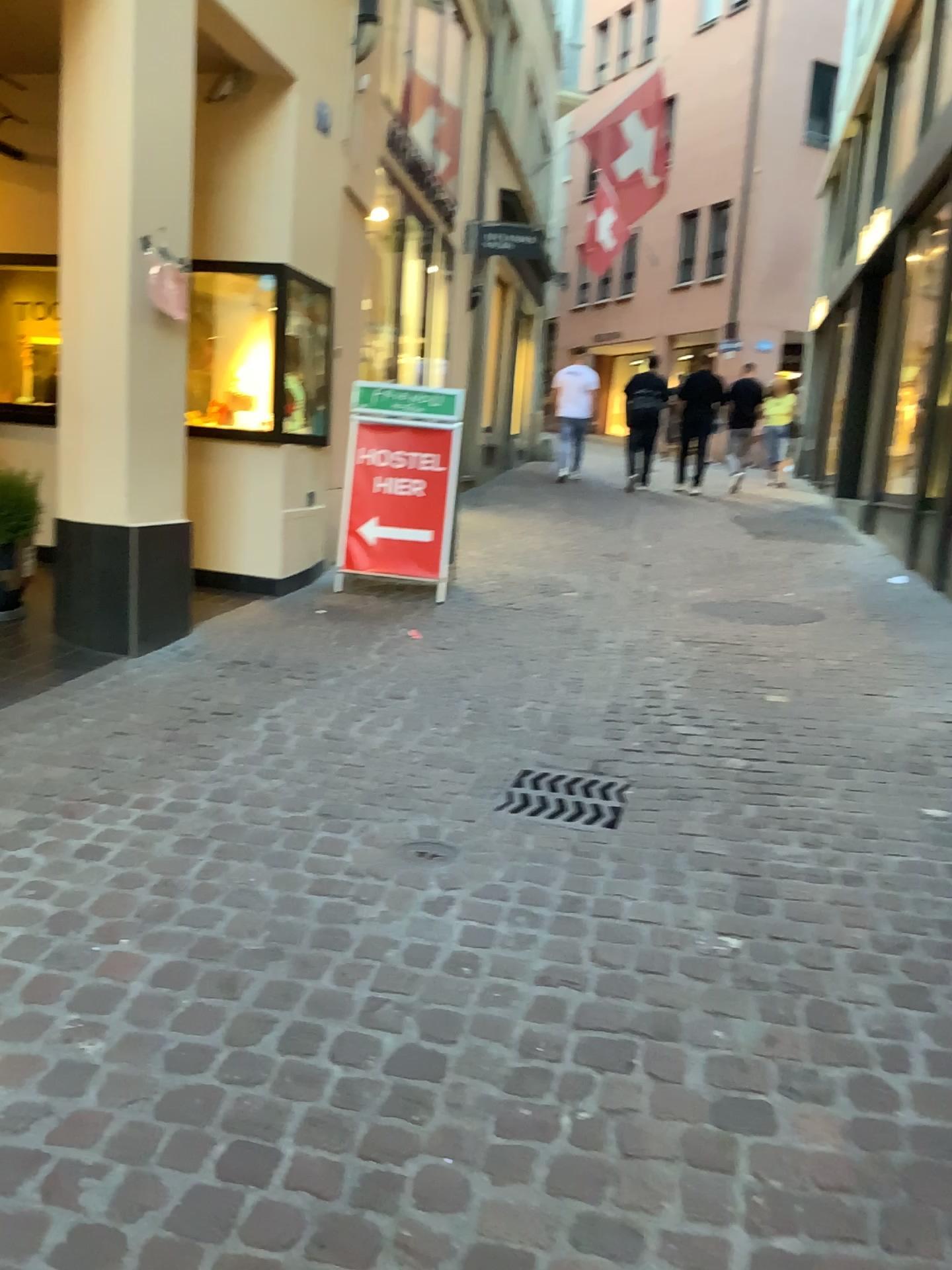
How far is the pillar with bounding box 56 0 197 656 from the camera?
4.04m

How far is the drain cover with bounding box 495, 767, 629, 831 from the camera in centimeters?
306cm

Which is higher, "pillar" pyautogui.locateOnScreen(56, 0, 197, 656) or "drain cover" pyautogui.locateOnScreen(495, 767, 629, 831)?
"pillar" pyautogui.locateOnScreen(56, 0, 197, 656)

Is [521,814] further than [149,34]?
No

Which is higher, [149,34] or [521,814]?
[149,34]

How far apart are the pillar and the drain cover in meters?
1.9

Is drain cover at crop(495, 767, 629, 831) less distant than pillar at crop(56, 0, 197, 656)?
Yes

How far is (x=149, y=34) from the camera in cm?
404

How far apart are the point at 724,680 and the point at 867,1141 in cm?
286
